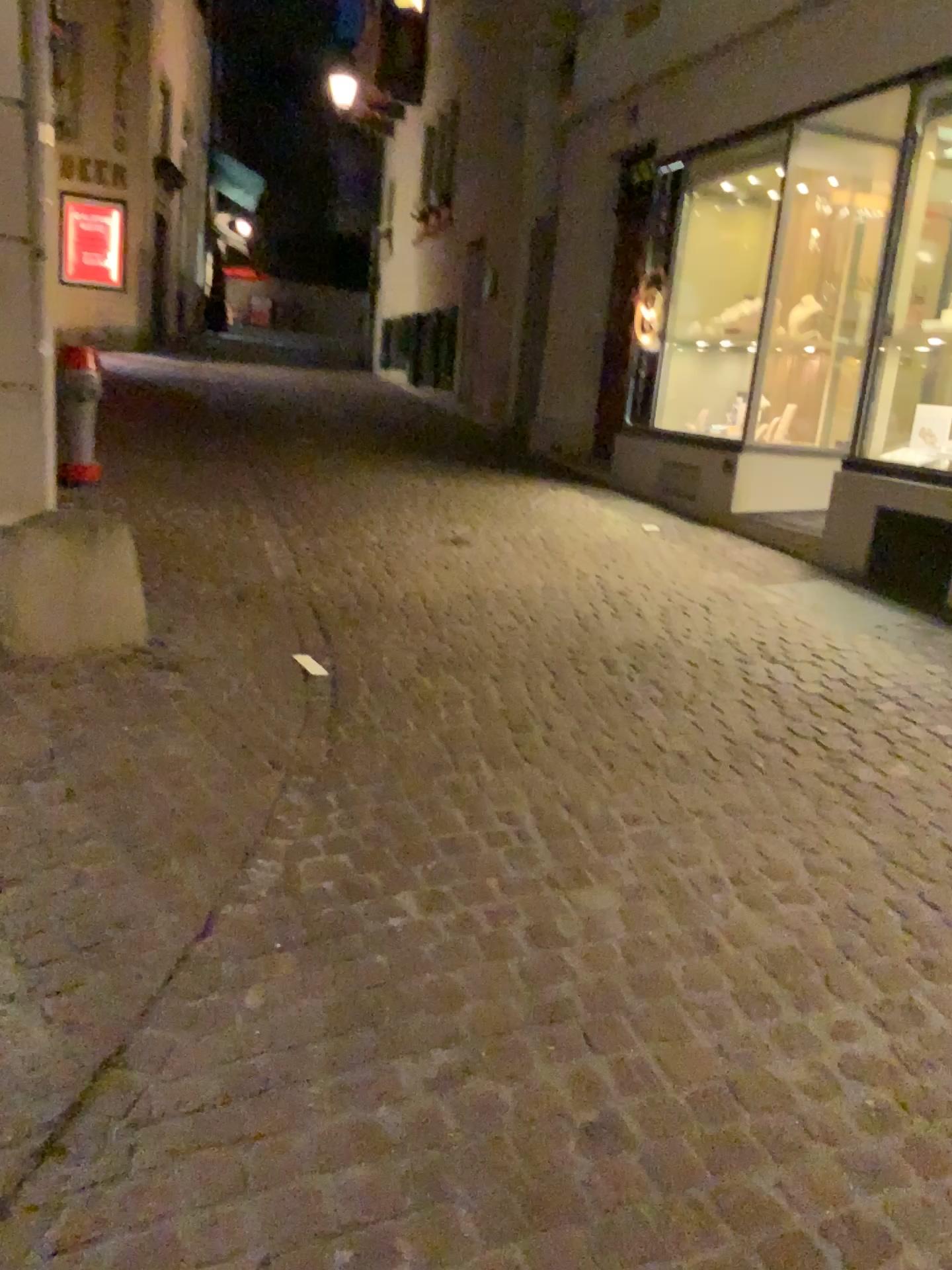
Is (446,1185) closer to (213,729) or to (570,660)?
(213,729)
